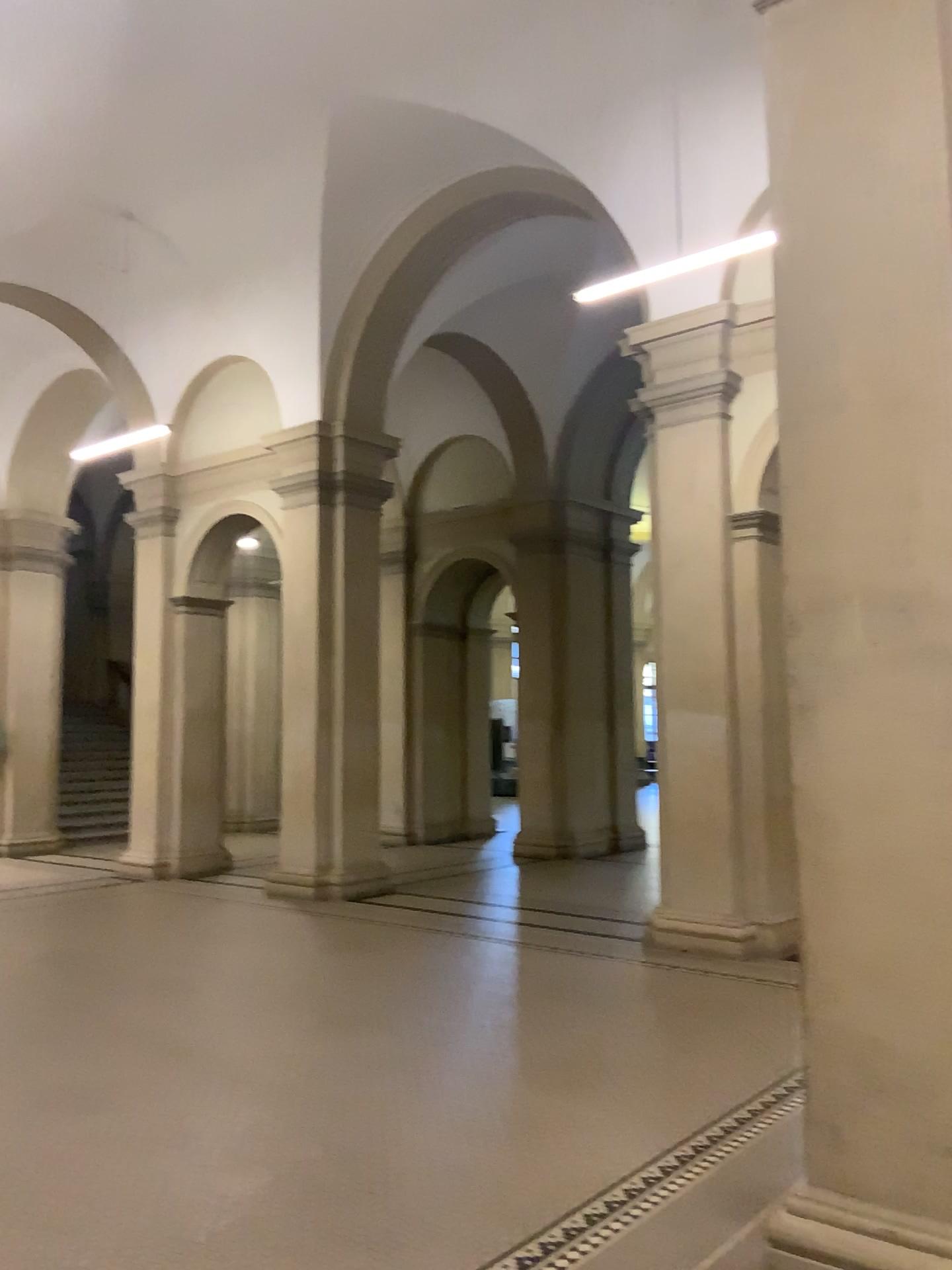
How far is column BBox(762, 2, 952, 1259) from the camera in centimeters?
291cm

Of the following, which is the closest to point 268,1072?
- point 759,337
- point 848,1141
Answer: point 848,1141

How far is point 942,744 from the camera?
2.9m
